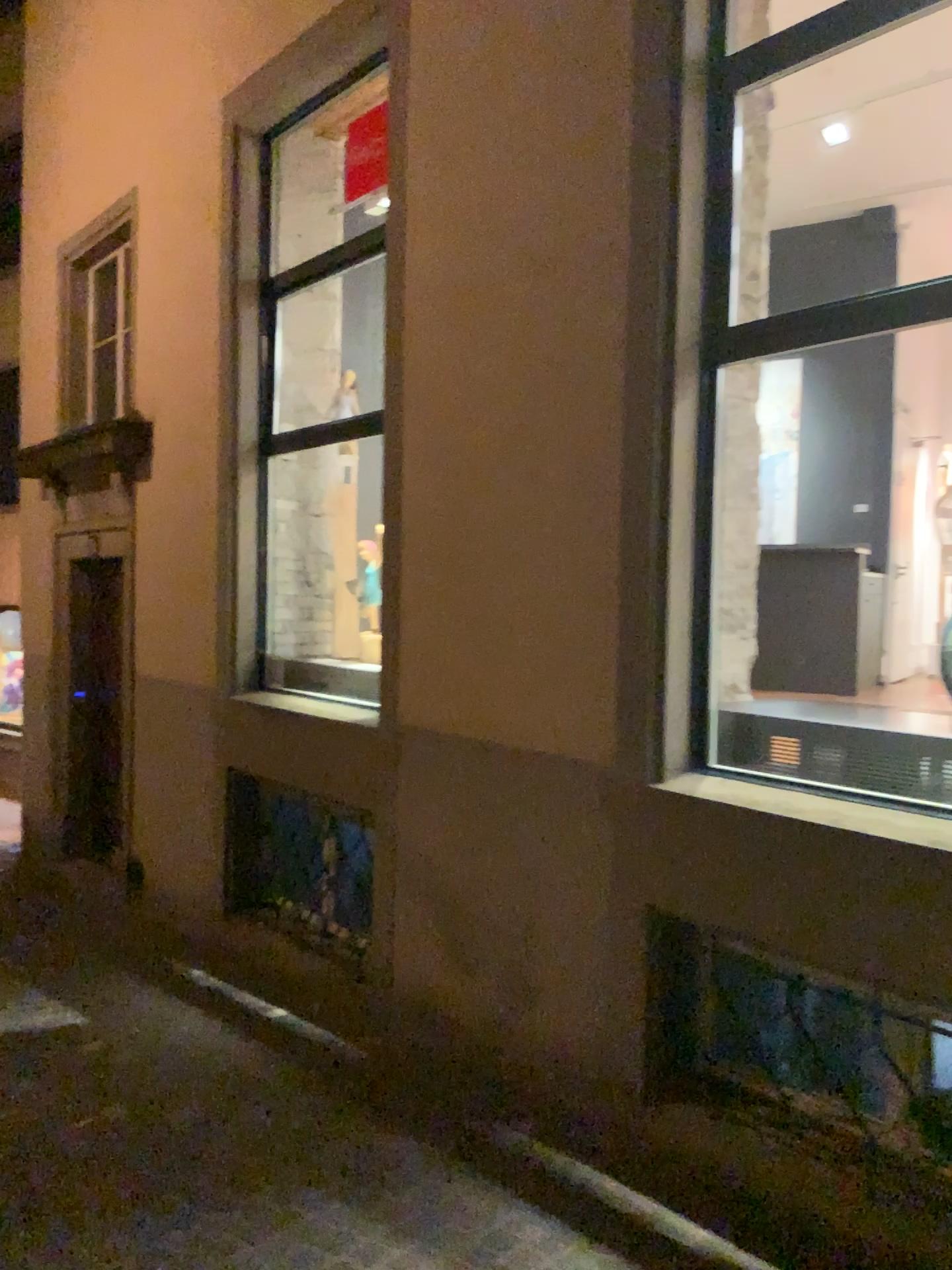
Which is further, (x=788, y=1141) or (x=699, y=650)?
(x=699, y=650)
